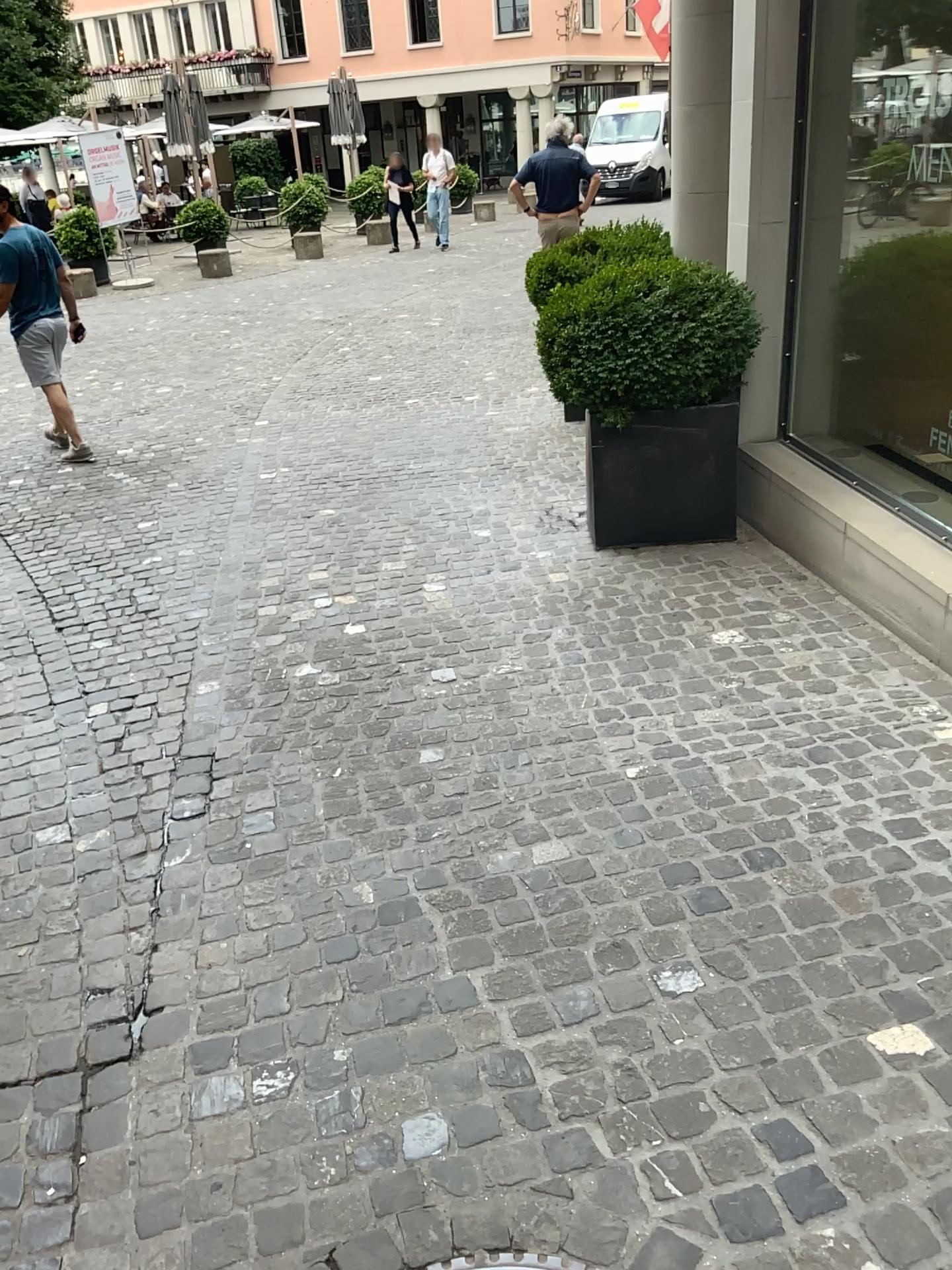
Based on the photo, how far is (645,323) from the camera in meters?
4.1 m

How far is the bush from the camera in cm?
412

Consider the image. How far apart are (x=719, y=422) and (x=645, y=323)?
0.5m

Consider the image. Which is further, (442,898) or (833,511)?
(833,511)

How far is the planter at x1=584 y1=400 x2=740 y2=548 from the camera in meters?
4.4

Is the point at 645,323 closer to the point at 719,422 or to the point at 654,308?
the point at 654,308
